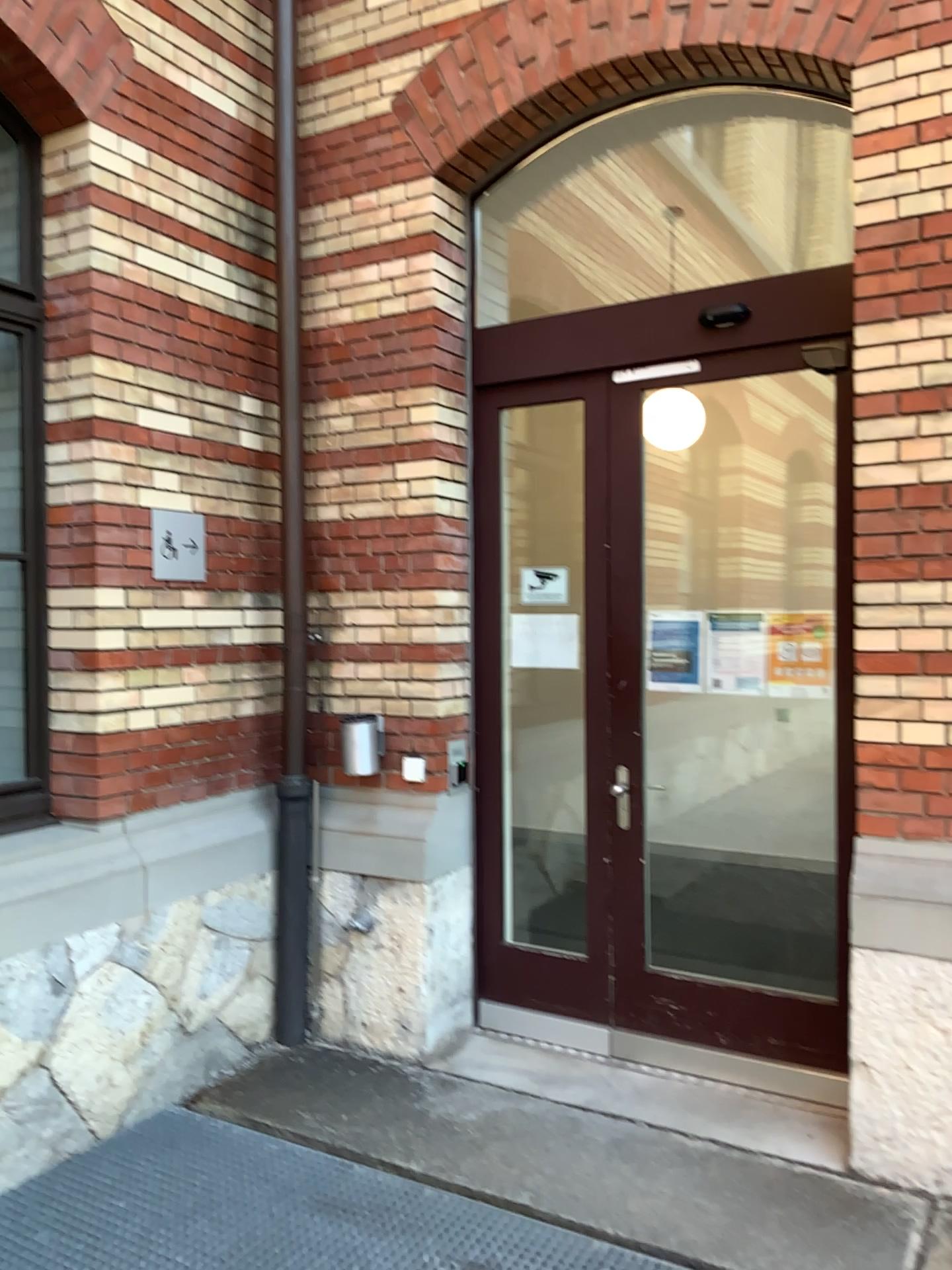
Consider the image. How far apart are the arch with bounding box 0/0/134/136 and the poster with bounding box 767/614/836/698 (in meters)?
2.91

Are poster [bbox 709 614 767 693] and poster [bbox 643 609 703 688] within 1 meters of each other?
yes

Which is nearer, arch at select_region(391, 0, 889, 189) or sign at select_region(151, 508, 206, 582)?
arch at select_region(391, 0, 889, 189)

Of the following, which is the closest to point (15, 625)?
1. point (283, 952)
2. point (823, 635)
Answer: point (283, 952)

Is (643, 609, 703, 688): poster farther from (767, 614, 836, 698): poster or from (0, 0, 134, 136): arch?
(0, 0, 134, 136): arch

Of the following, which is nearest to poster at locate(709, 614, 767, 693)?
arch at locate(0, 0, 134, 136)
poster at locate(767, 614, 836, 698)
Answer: poster at locate(767, 614, 836, 698)

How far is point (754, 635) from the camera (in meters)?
3.70

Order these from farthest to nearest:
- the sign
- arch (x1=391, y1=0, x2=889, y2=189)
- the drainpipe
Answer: the drainpipe
the sign
arch (x1=391, y1=0, x2=889, y2=189)

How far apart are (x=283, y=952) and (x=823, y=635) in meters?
2.4

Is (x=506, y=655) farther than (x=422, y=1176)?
Yes
